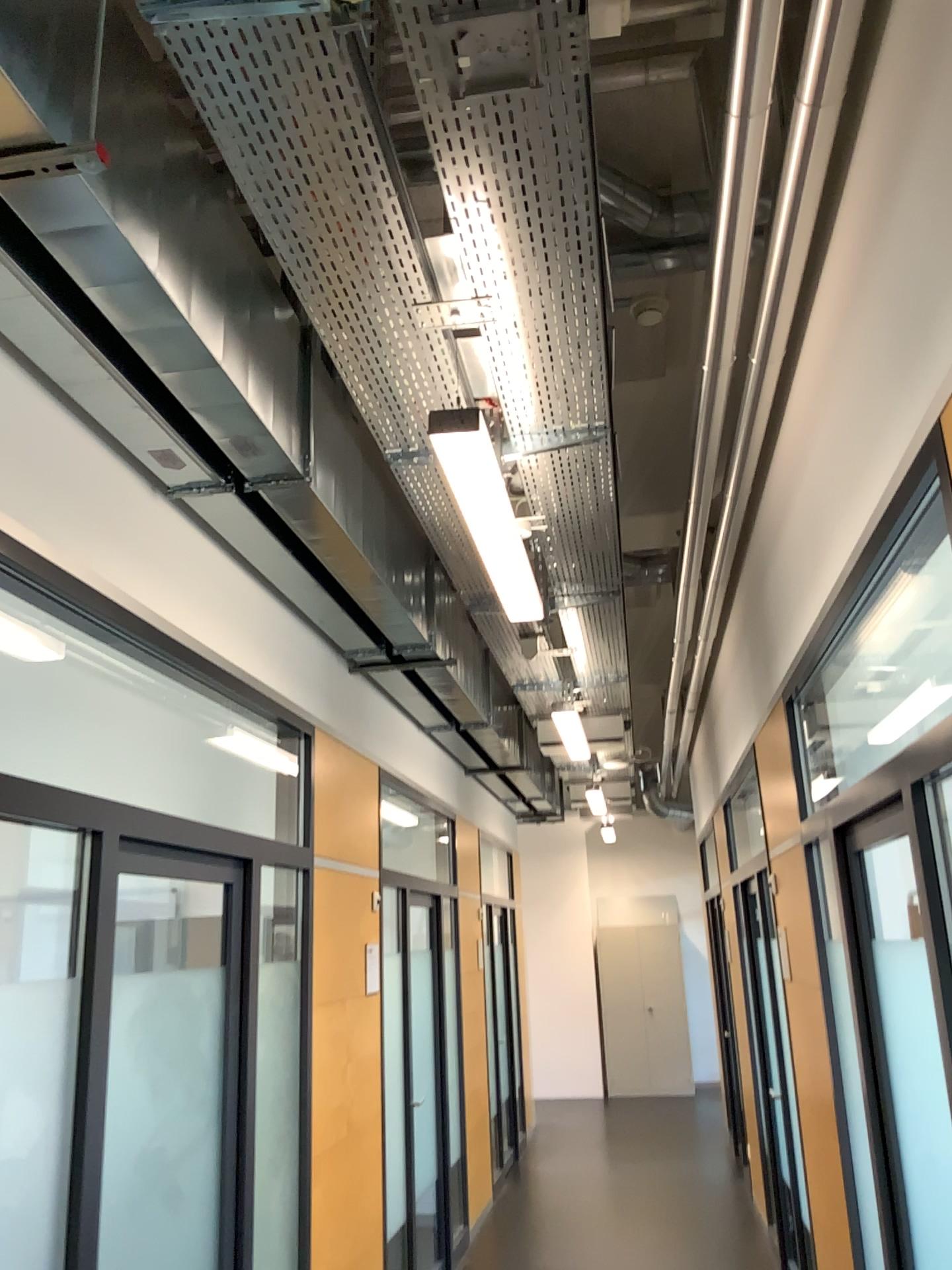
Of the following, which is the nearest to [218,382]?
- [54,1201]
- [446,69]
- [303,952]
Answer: [446,69]
